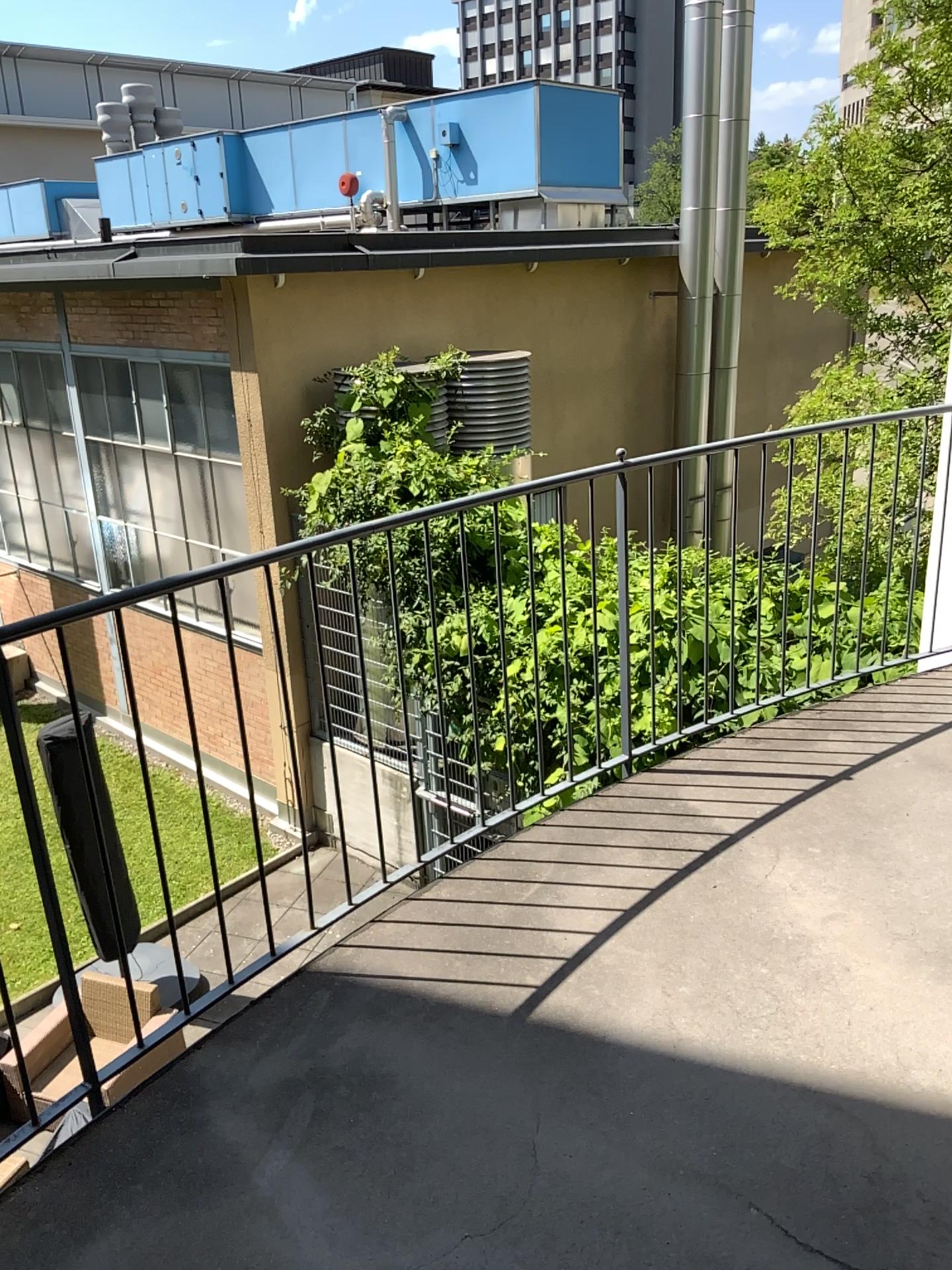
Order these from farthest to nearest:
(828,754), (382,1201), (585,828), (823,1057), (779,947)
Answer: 1. (828,754)
2. (585,828)
3. (779,947)
4. (823,1057)
5. (382,1201)
